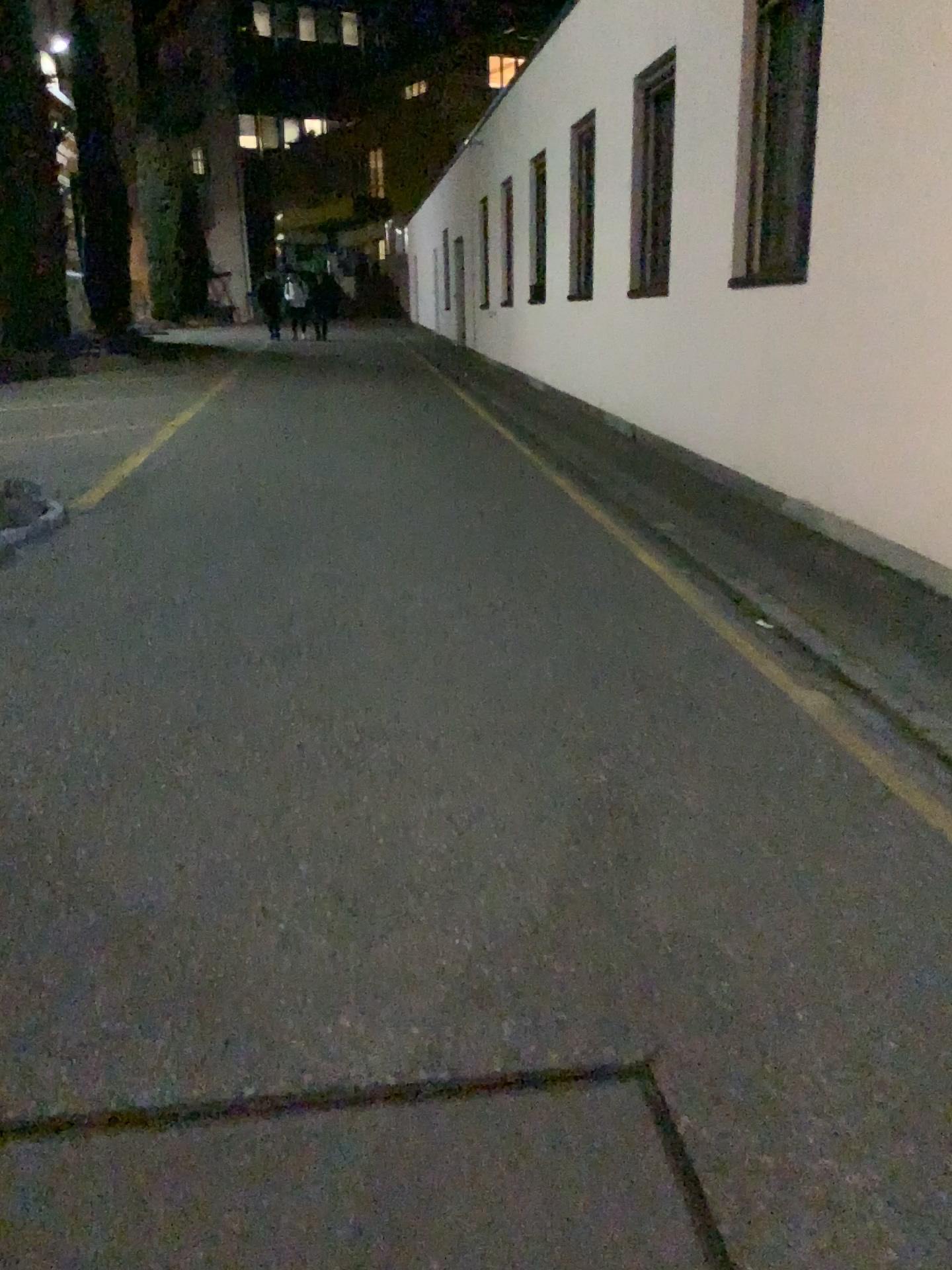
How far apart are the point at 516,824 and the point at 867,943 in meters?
0.9 m
